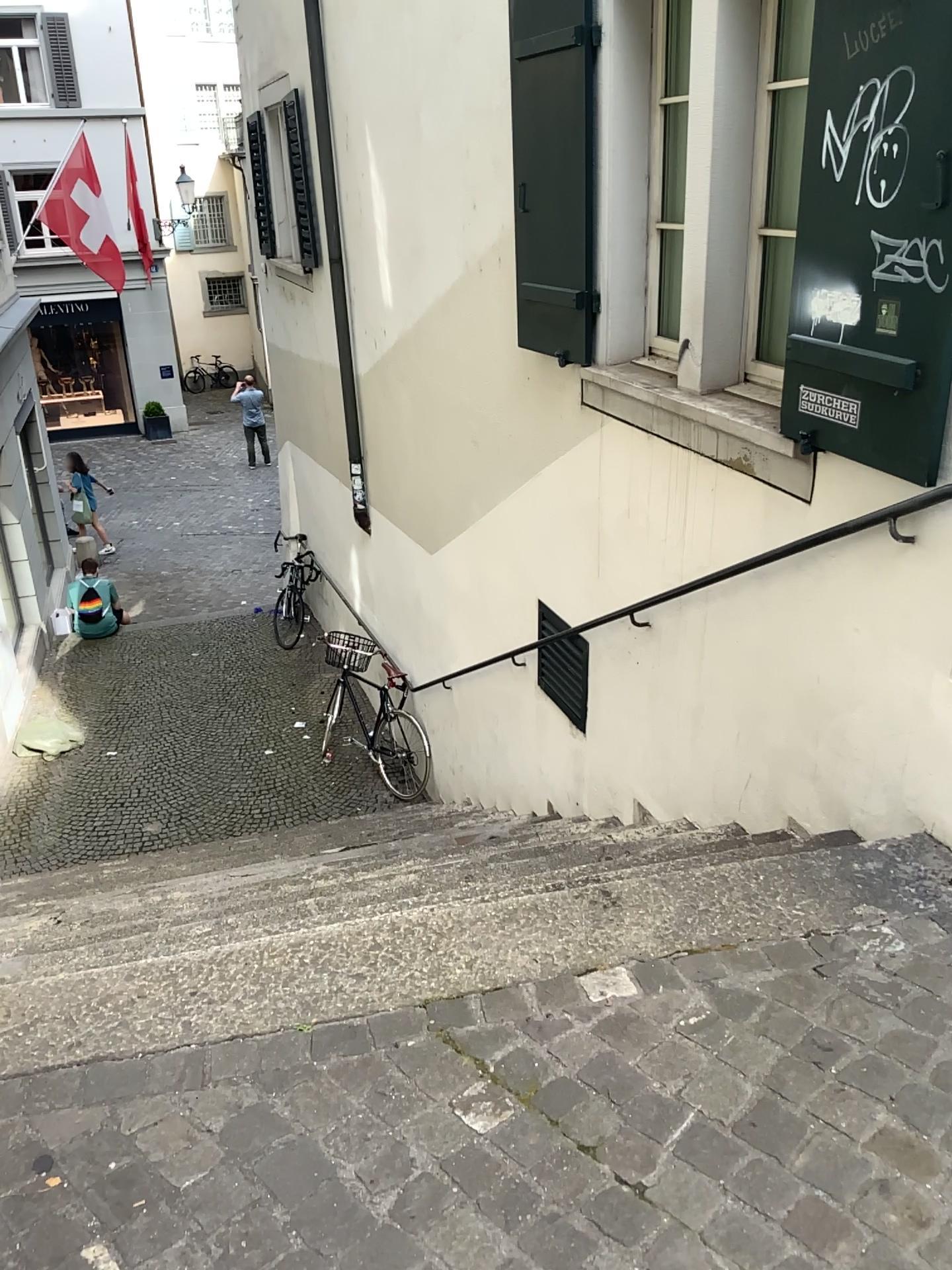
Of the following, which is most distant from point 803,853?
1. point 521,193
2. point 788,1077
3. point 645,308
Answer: point 521,193
